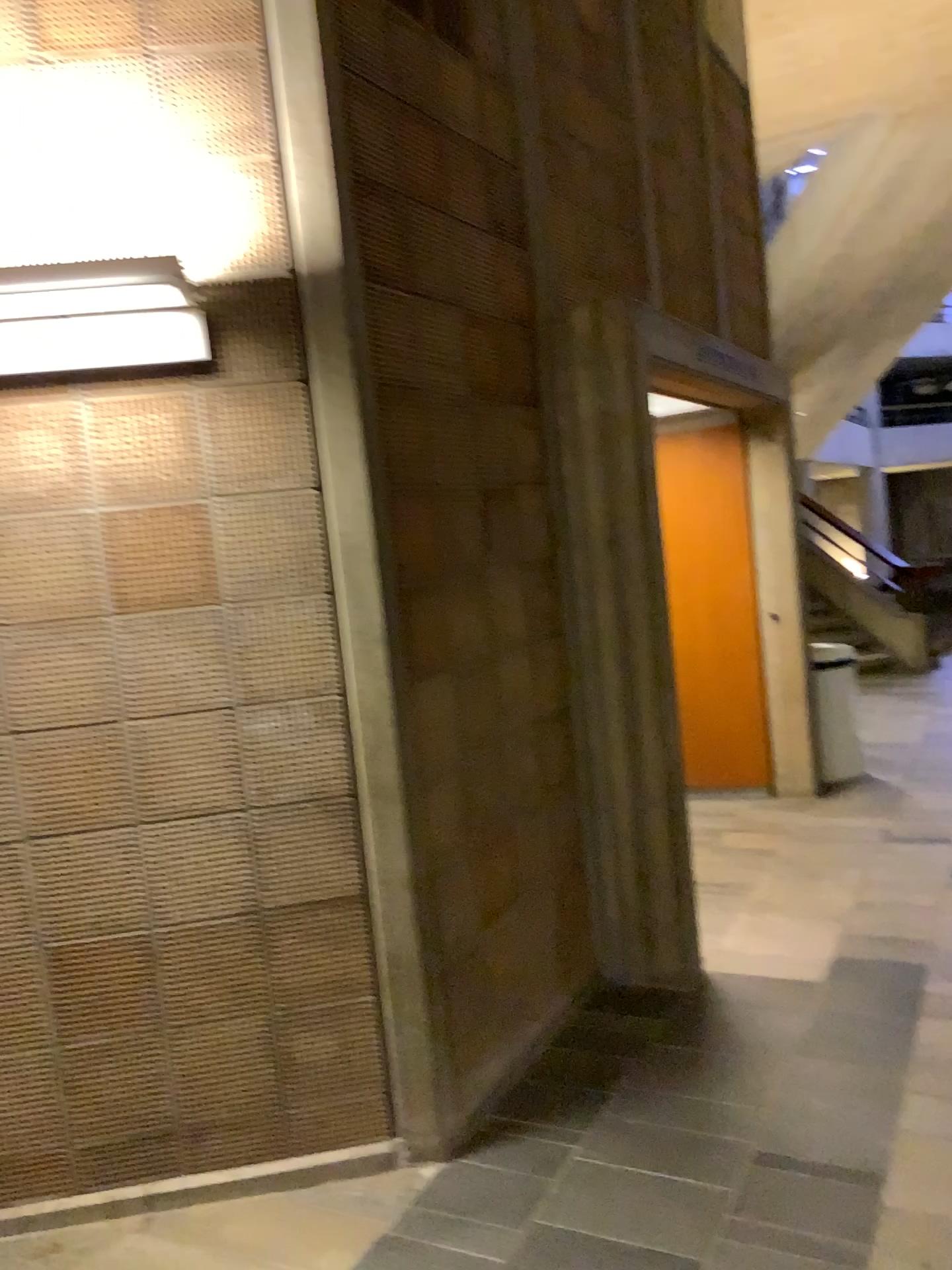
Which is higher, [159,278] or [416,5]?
[416,5]

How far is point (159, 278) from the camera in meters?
2.2 m

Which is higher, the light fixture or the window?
the window

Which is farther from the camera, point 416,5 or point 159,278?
point 416,5

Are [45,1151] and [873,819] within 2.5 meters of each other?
no

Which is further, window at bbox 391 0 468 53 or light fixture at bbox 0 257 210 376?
window at bbox 391 0 468 53

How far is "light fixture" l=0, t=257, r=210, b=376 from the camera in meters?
2.2 m
